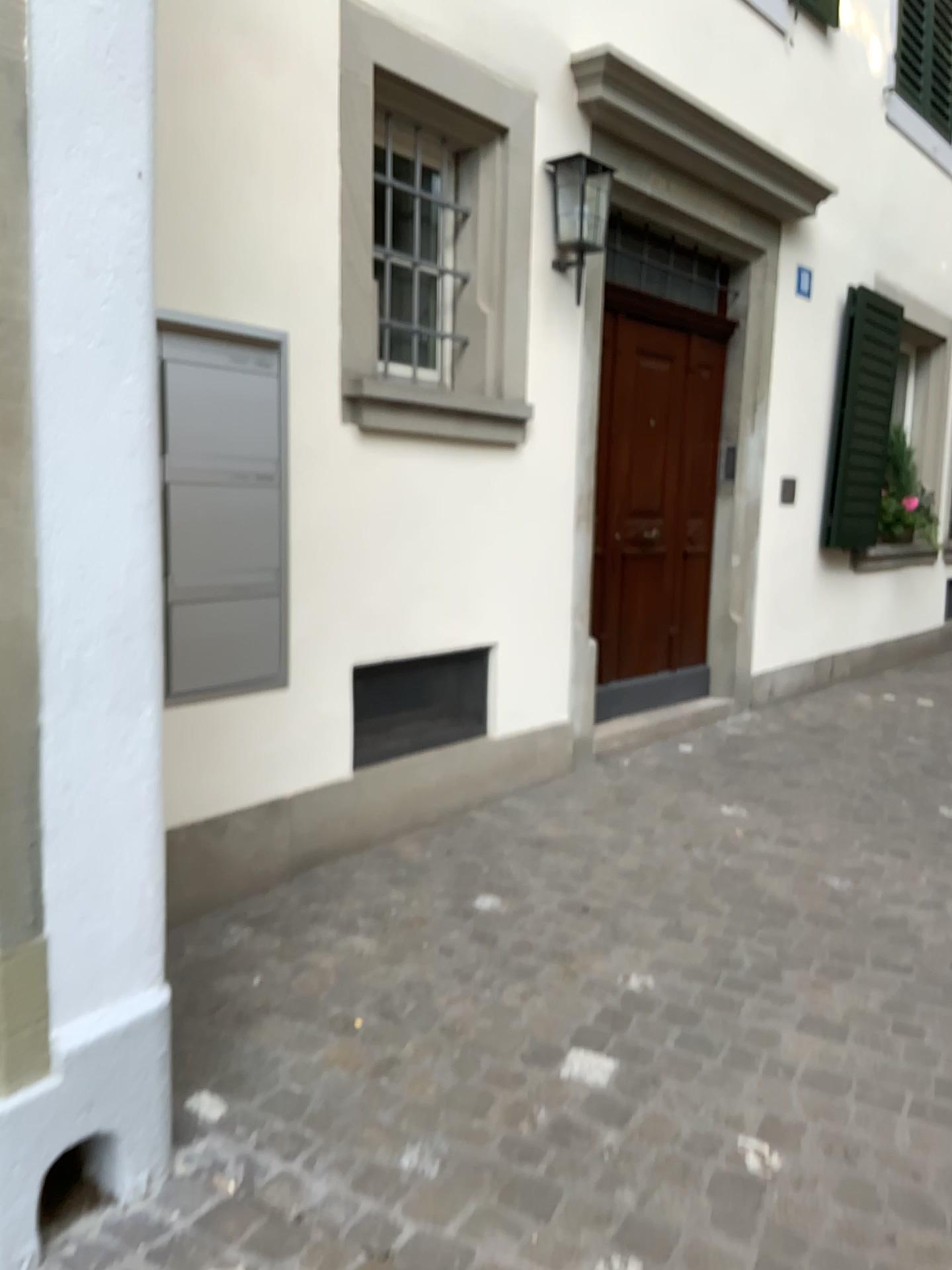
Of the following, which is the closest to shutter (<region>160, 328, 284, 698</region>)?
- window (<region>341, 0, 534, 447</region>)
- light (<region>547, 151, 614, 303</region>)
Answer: window (<region>341, 0, 534, 447</region>)

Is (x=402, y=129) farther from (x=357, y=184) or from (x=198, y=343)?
(x=198, y=343)

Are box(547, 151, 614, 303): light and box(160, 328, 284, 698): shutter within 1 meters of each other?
no

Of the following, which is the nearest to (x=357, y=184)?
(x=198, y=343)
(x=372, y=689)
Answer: (x=198, y=343)

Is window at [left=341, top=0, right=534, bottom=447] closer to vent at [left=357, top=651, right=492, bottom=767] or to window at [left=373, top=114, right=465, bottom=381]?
window at [left=373, top=114, right=465, bottom=381]

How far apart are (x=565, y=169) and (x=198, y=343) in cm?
195

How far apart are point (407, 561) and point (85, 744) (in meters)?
1.98

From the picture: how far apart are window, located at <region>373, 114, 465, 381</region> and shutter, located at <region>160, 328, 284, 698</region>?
0.5 meters

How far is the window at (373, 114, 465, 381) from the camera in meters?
3.5 m

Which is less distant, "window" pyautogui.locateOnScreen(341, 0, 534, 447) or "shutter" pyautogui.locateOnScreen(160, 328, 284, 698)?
"shutter" pyautogui.locateOnScreen(160, 328, 284, 698)
